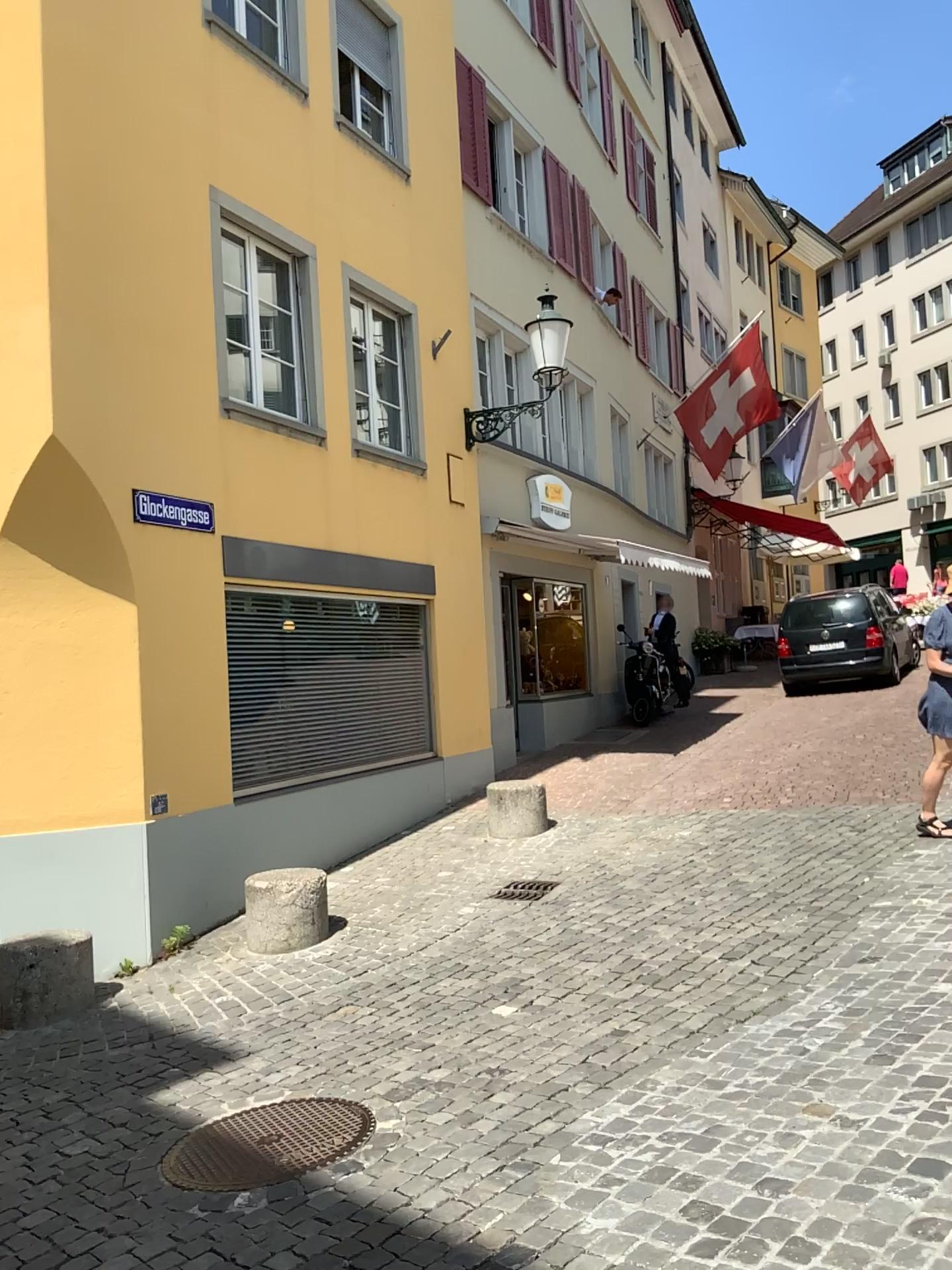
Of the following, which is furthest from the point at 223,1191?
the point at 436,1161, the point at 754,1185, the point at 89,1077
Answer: the point at 89,1077
